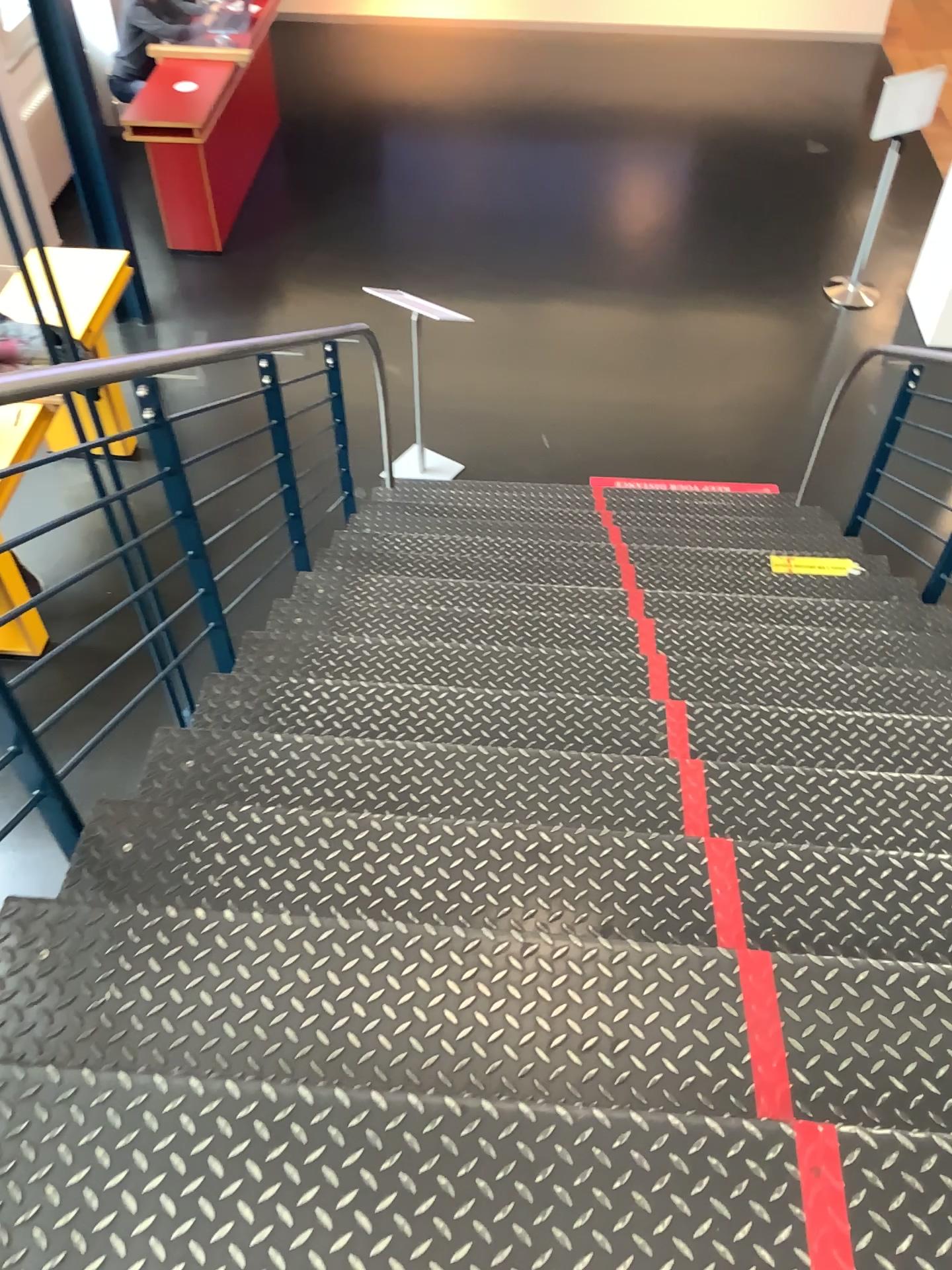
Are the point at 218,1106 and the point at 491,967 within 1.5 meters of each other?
yes
